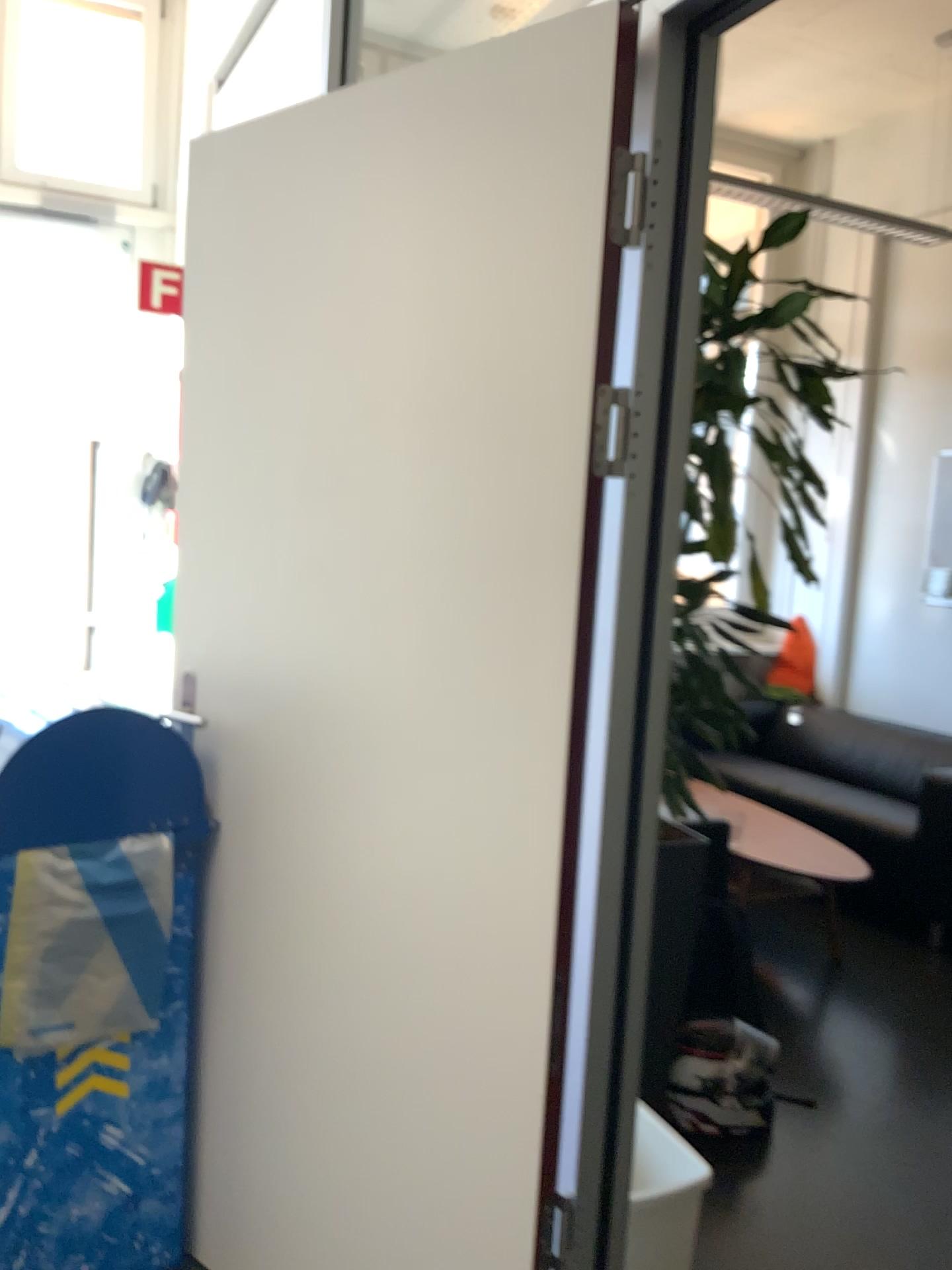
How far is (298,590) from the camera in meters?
1.8

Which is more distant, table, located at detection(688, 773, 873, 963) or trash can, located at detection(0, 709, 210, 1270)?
table, located at detection(688, 773, 873, 963)

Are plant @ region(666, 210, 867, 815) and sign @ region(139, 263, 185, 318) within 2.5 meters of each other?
no

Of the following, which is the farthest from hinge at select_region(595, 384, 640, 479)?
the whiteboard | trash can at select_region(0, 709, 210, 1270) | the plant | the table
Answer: the table

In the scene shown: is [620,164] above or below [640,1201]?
above

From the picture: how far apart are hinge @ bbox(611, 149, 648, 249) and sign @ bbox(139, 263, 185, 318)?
3.5m

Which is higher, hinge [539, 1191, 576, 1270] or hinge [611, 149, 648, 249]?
hinge [611, 149, 648, 249]

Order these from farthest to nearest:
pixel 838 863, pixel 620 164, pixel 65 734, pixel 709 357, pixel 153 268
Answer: pixel 153 268
pixel 838 863
pixel 709 357
pixel 65 734
pixel 620 164

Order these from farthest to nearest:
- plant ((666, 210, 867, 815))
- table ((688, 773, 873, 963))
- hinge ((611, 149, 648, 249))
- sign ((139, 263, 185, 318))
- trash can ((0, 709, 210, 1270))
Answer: sign ((139, 263, 185, 318))
table ((688, 773, 873, 963))
plant ((666, 210, 867, 815))
trash can ((0, 709, 210, 1270))
hinge ((611, 149, 648, 249))

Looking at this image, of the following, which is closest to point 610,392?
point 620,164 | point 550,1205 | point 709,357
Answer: point 620,164
